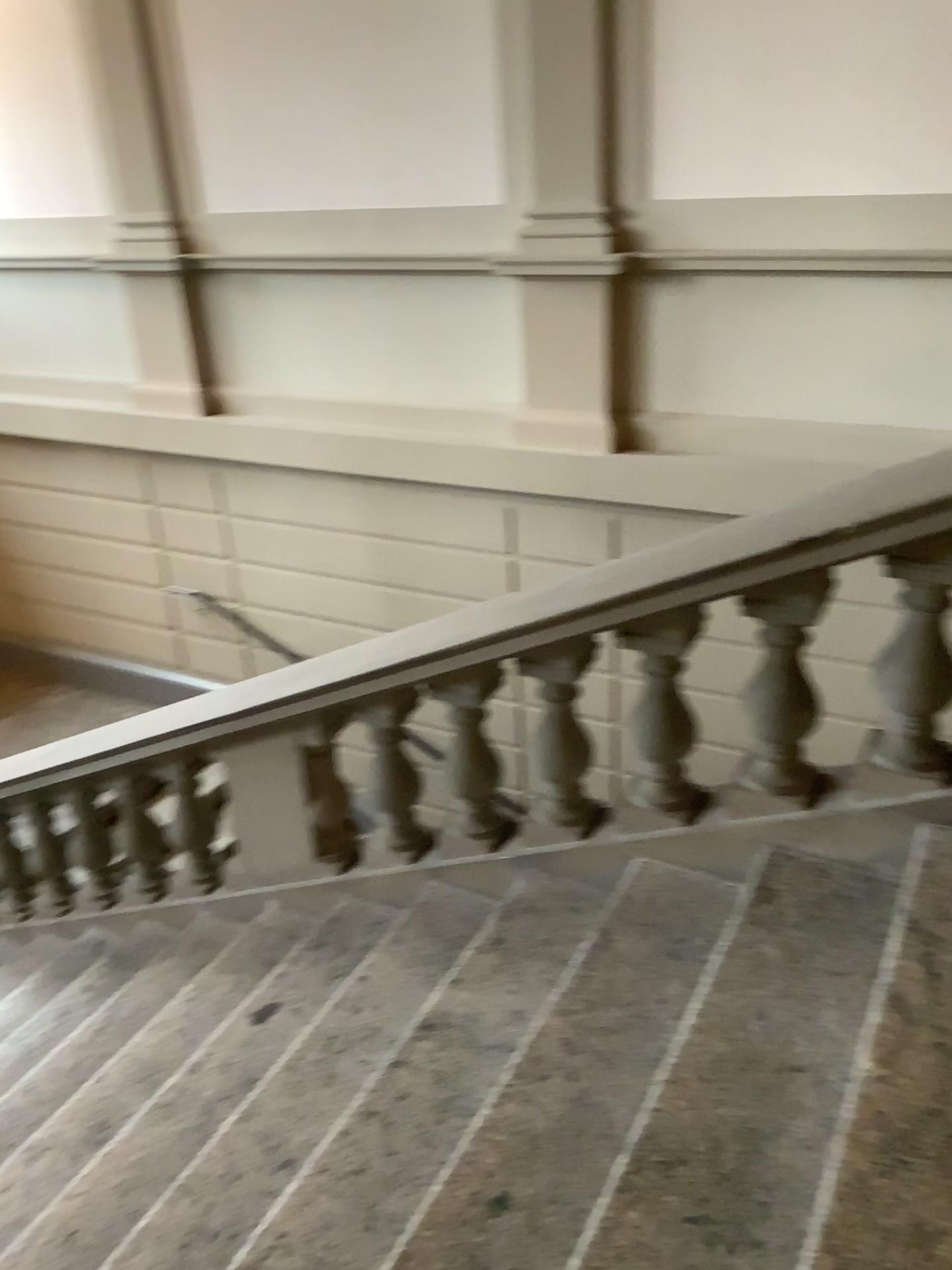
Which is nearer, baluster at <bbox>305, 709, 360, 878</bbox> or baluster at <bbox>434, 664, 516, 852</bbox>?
baluster at <bbox>434, 664, 516, 852</bbox>

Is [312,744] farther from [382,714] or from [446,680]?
[446,680]

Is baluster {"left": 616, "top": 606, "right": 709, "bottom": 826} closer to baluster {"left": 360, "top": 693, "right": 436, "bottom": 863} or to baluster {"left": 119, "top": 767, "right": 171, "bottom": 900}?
baluster {"left": 360, "top": 693, "right": 436, "bottom": 863}

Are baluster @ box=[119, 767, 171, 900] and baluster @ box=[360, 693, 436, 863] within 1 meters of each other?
no

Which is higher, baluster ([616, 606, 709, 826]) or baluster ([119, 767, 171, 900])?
baluster ([616, 606, 709, 826])

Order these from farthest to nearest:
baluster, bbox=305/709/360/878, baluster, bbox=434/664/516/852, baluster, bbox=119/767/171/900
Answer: baluster, bbox=119/767/171/900 → baluster, bbox=305/709/360/878 → baluster, bbox=434/664/516/852

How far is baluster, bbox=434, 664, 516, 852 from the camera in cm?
290

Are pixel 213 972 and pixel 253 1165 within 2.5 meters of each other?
yes

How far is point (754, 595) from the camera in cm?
236

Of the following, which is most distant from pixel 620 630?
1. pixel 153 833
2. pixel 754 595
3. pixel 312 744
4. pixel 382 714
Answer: pixel 153 833
